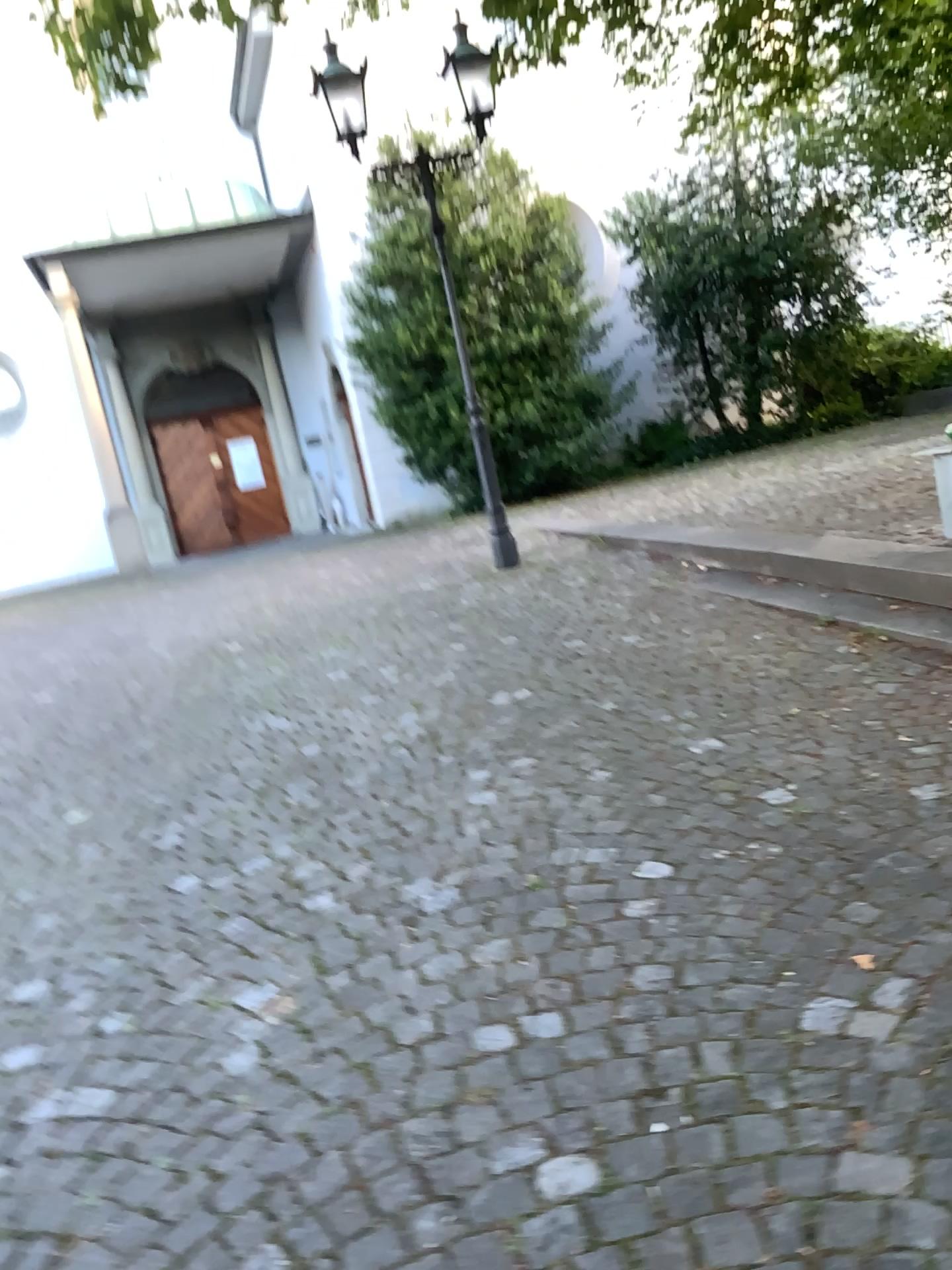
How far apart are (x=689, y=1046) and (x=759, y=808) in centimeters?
109cm
